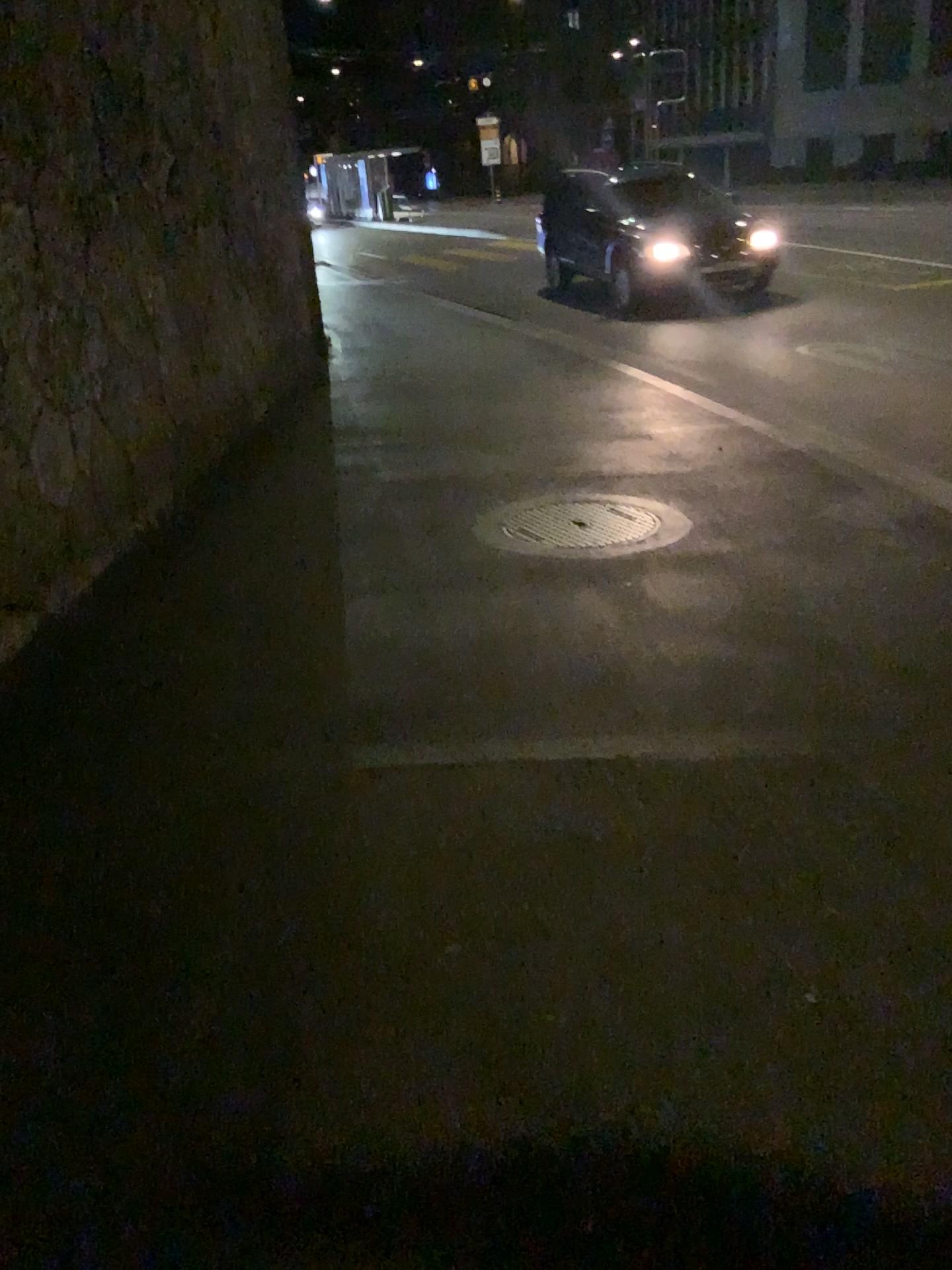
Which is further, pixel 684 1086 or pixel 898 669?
pixel 898 669
